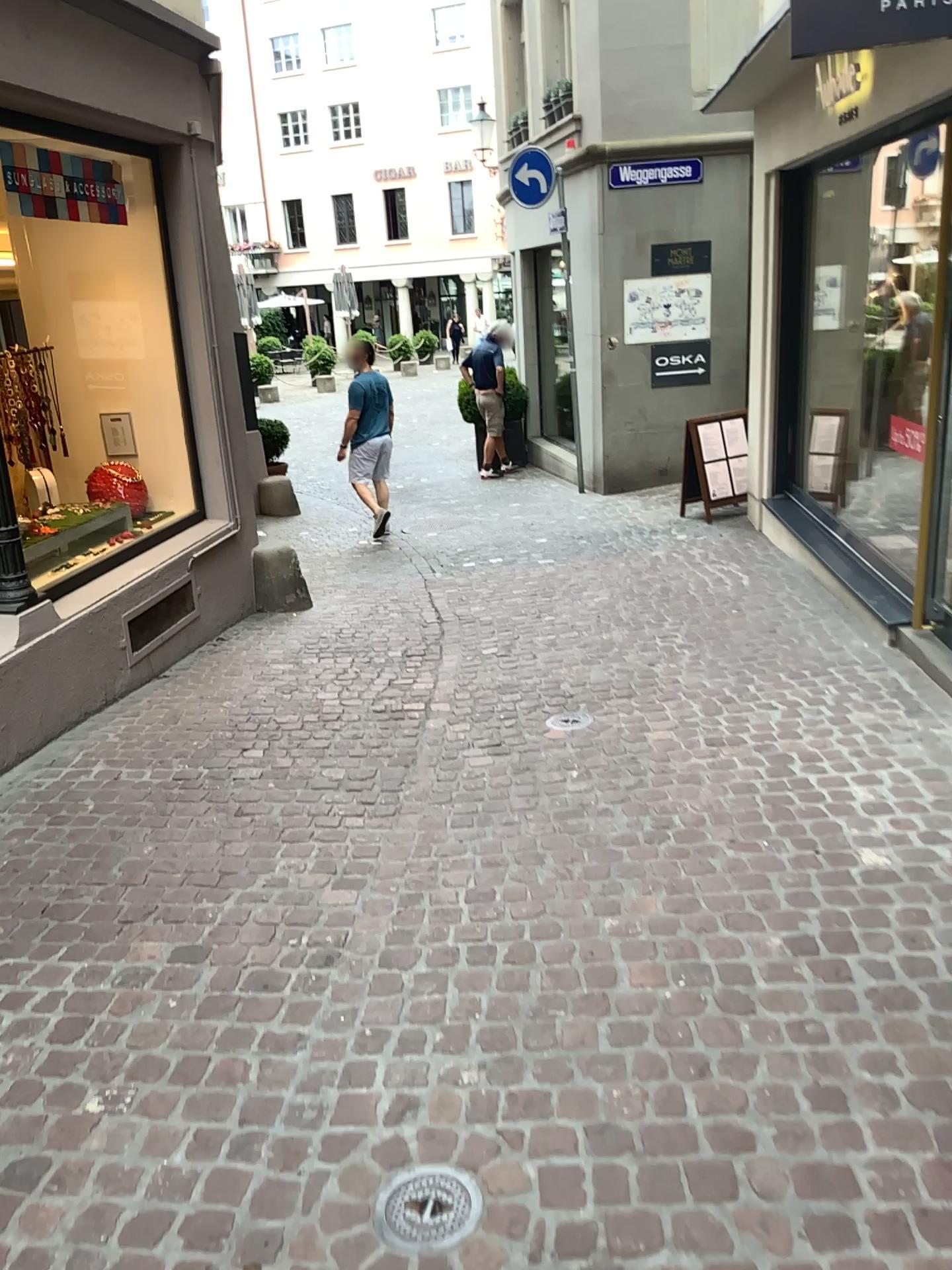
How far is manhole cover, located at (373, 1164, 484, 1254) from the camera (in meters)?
1.92

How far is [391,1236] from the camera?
1.92m

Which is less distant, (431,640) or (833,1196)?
(833,1196)
